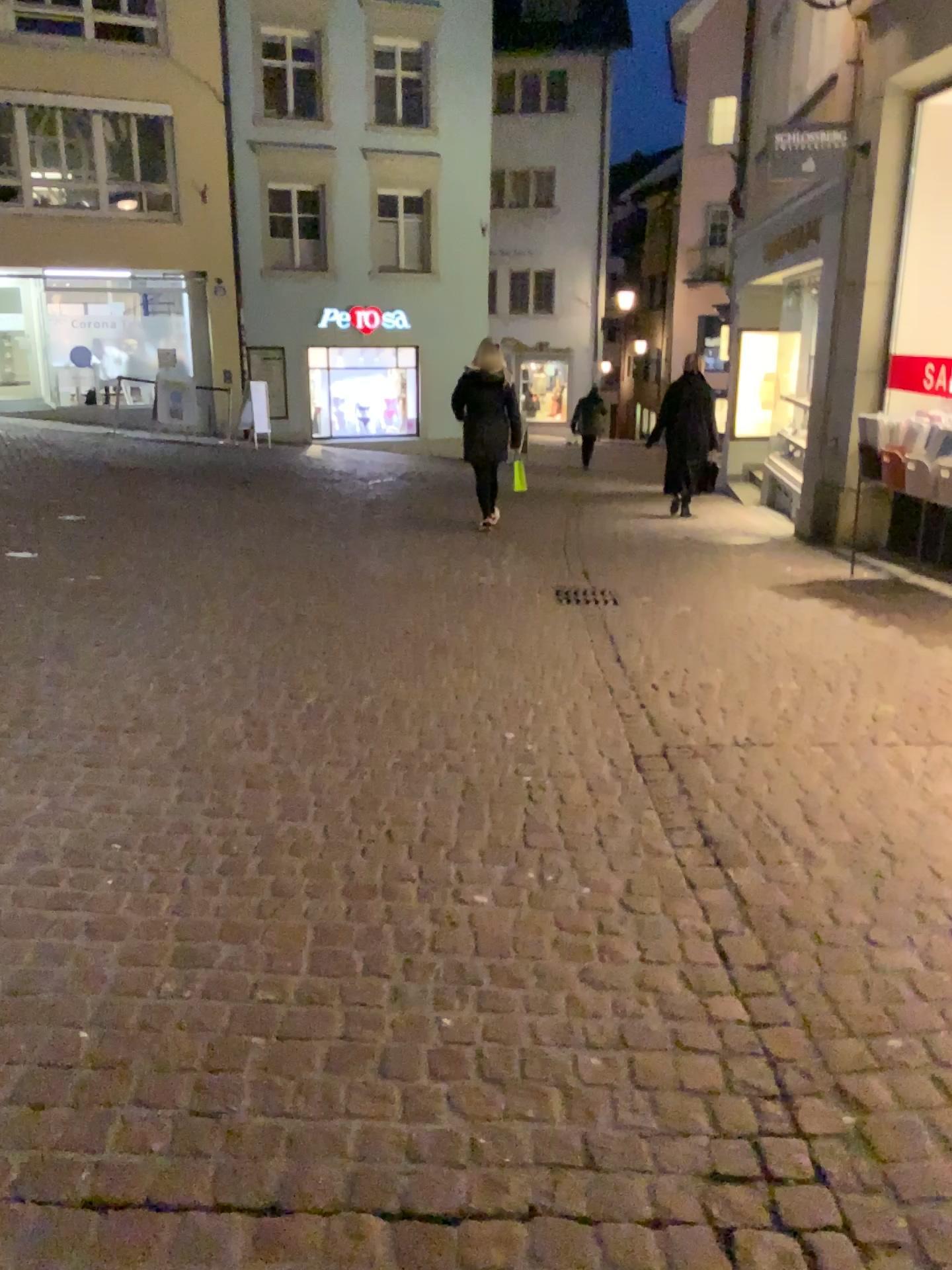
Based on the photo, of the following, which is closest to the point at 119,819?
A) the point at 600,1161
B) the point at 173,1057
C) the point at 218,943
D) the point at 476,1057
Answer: the point at 218,943
